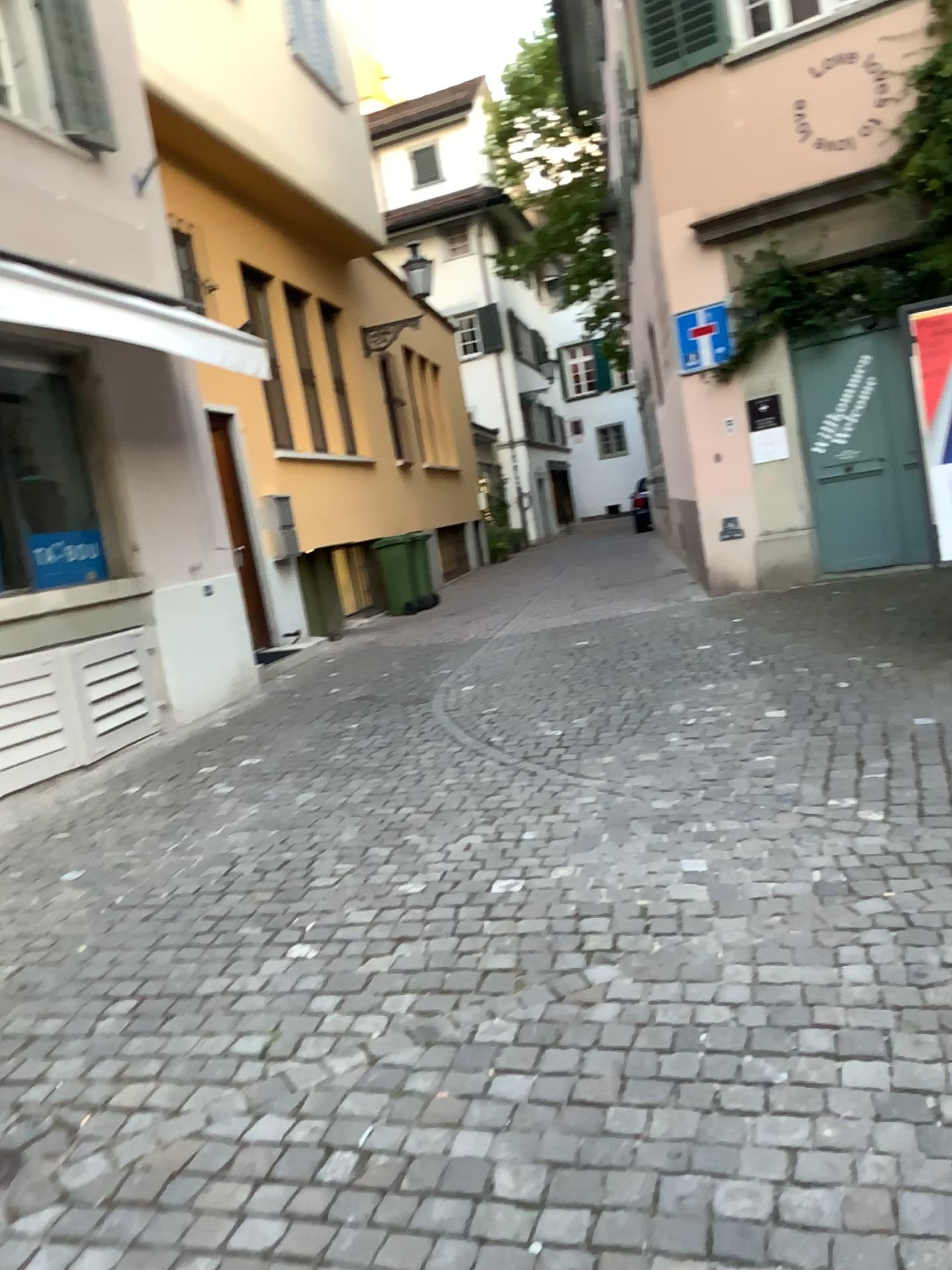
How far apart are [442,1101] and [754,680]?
4.0 meters
